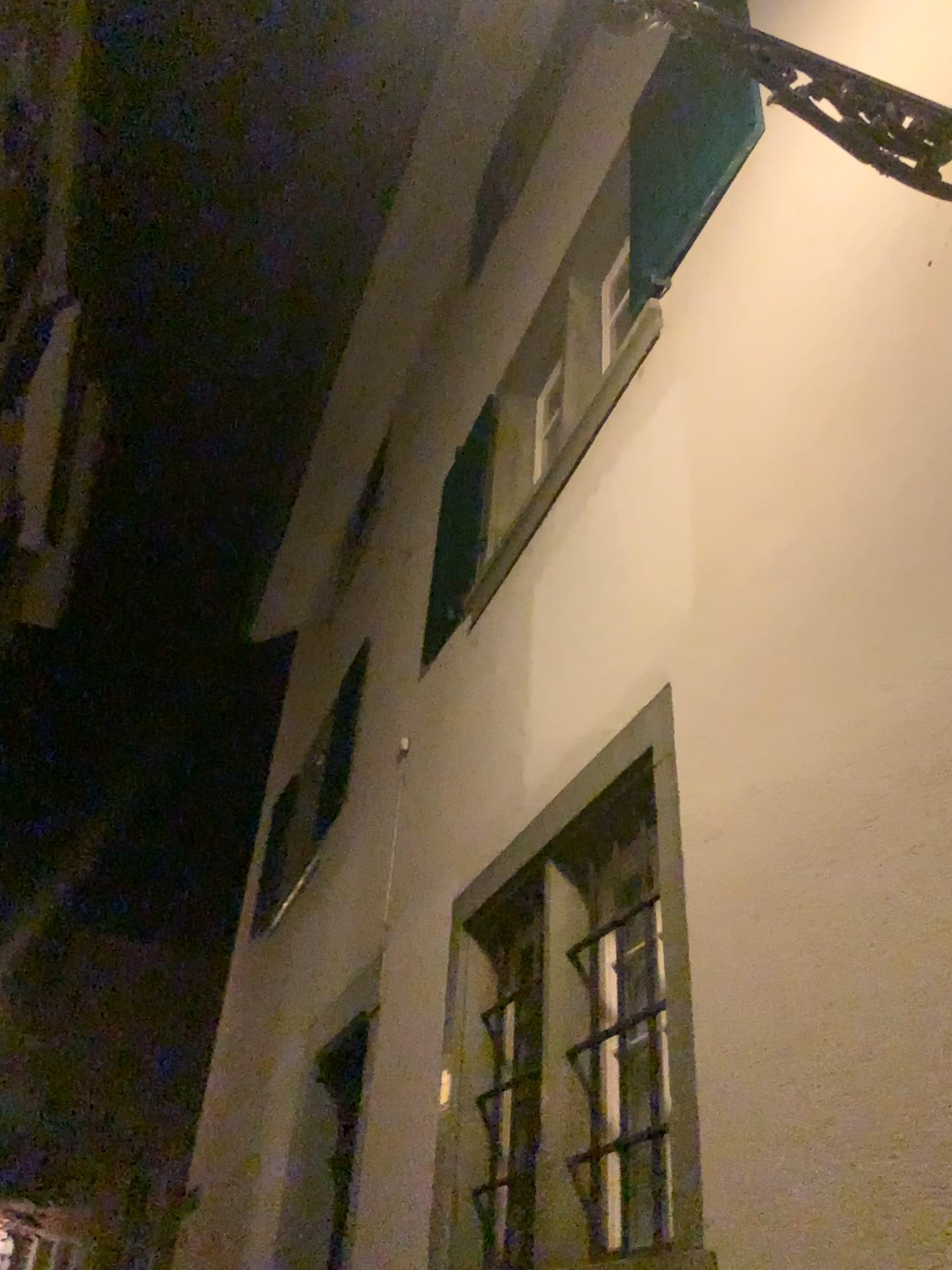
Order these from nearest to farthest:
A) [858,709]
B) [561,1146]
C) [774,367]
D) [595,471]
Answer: [858,709]
[774,367]
[561,1146]
[595,471]
